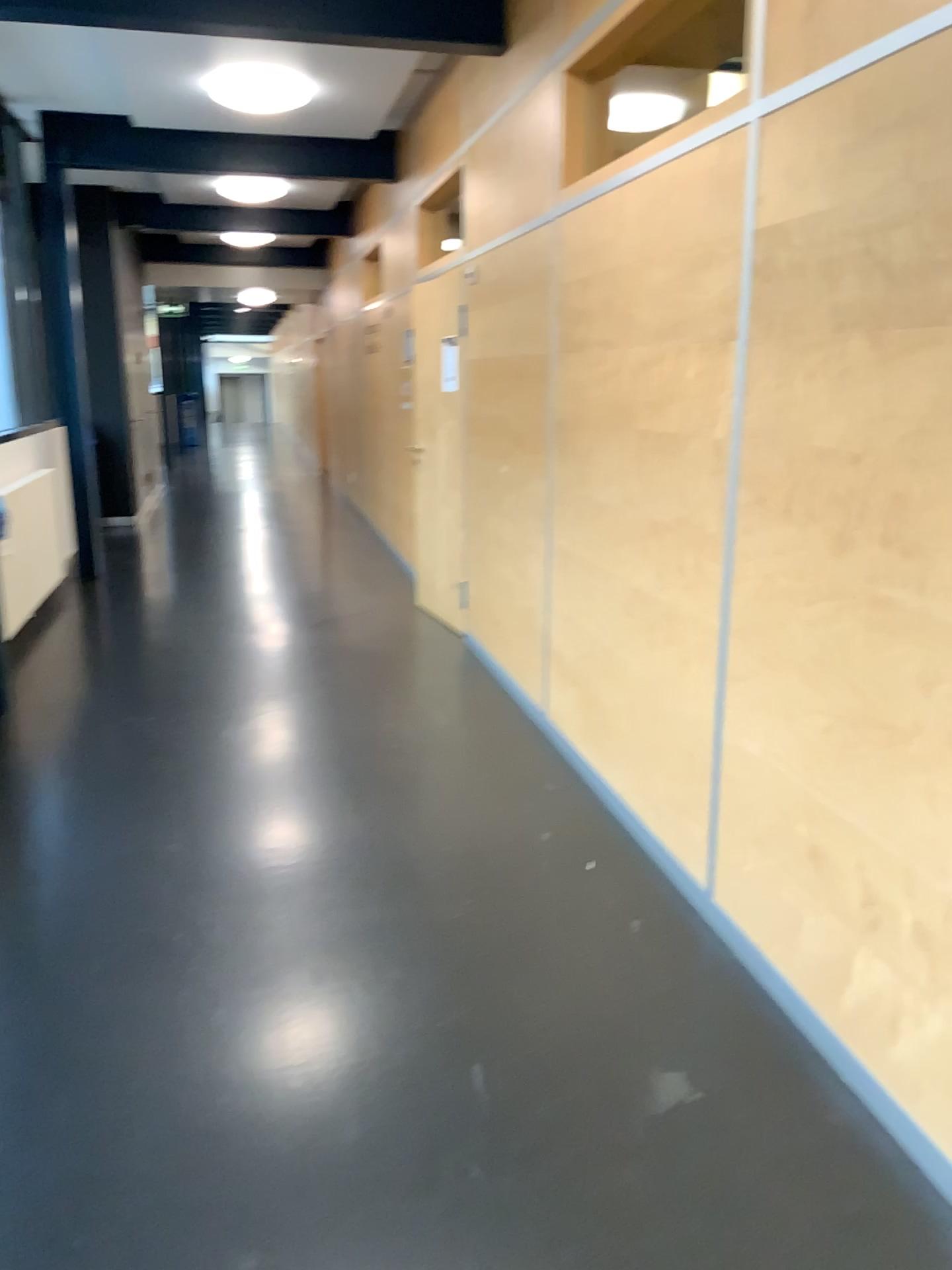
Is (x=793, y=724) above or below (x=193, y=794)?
above

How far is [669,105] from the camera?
3.8 meters

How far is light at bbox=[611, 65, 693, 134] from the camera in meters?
3.8
